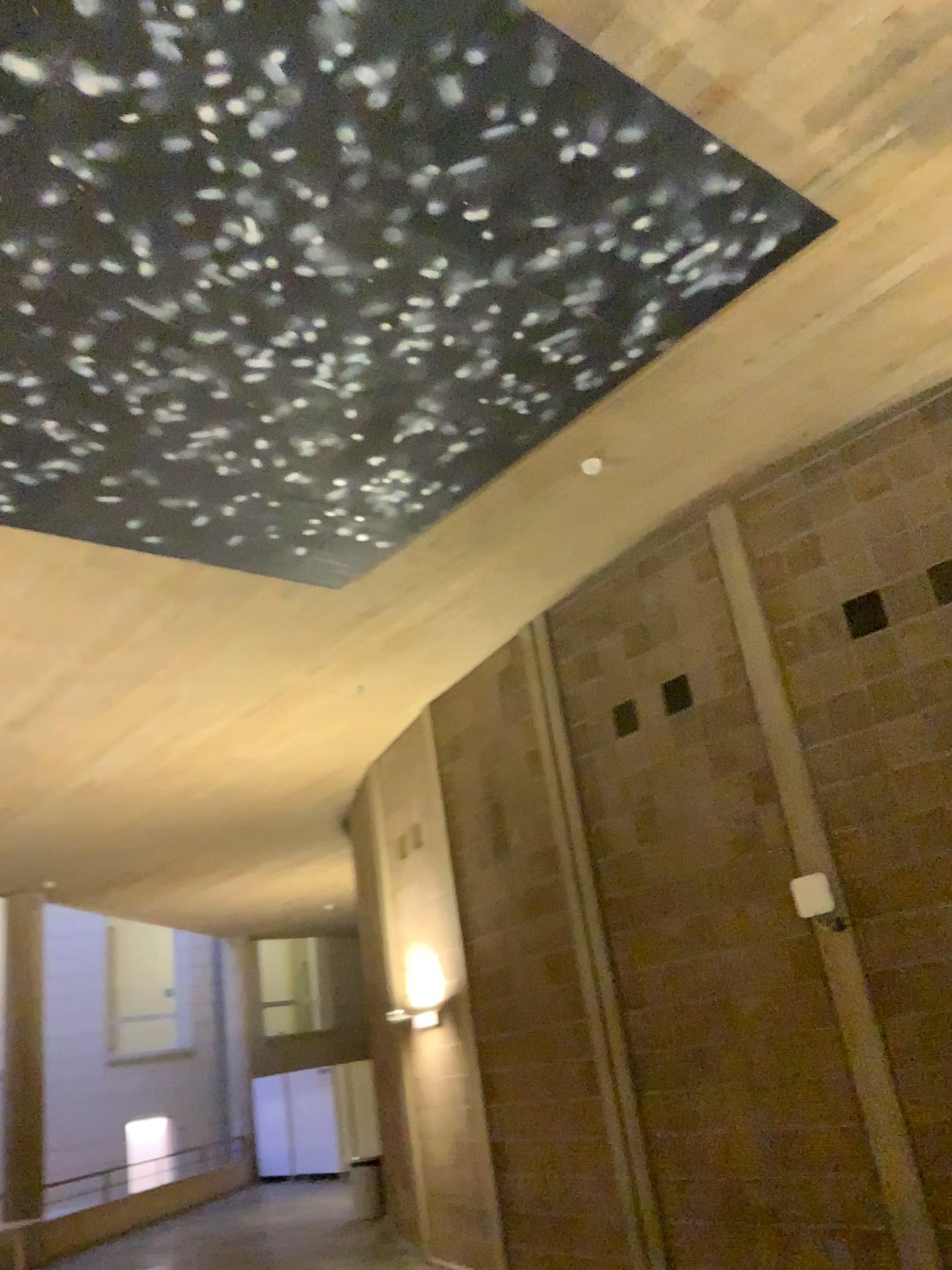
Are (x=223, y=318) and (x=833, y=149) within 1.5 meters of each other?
no
